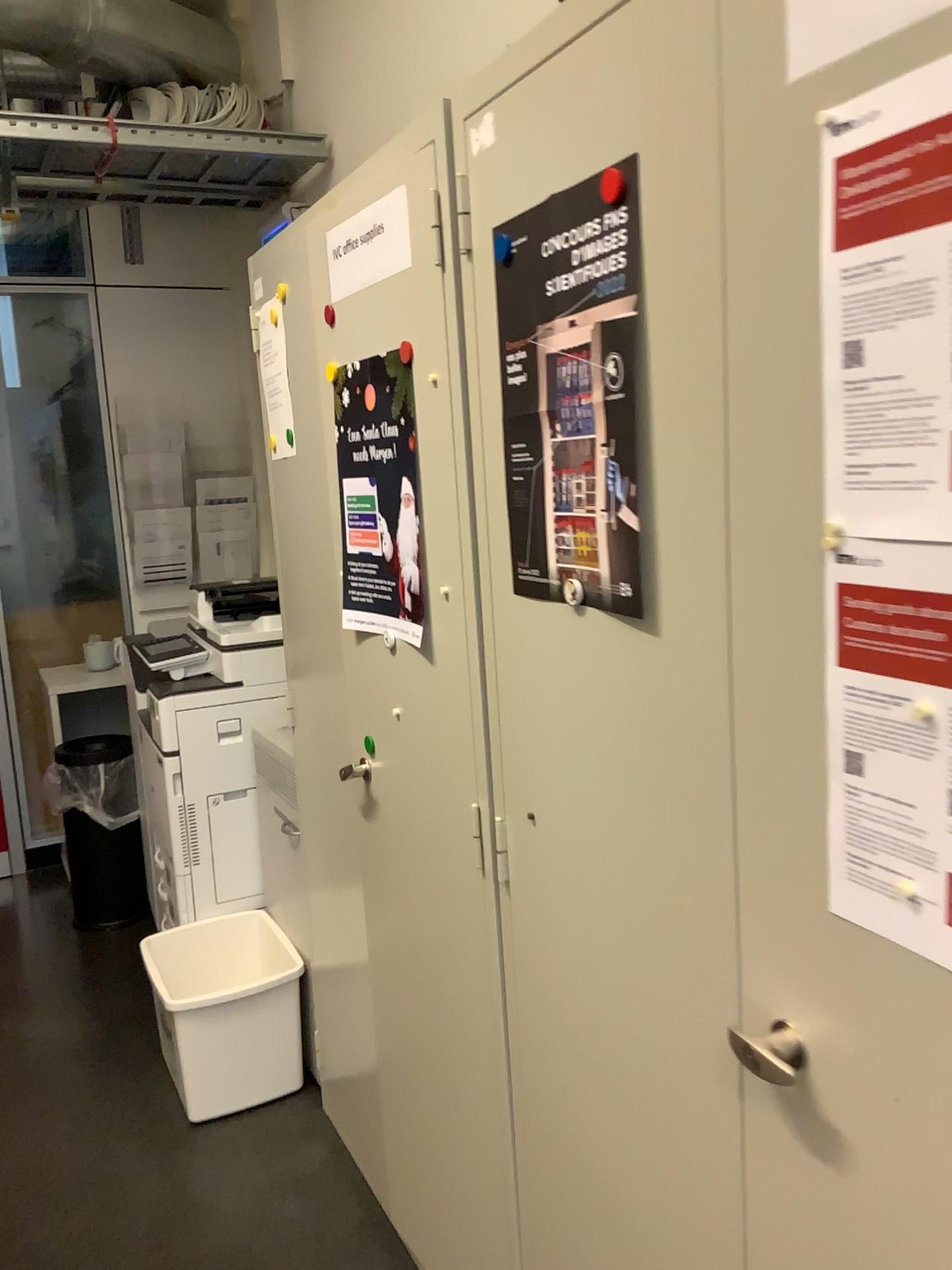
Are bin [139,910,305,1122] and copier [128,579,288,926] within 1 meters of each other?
yes

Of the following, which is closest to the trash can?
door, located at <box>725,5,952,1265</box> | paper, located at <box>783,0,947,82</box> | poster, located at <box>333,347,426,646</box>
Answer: poster, located at <box>333,347,426,646</box>

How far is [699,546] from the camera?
0.93m

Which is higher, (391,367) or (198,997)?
(391,367)

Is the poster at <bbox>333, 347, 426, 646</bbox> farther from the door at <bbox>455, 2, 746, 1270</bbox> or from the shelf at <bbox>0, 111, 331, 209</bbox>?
the shelf at <bbox>0, 111, 331, 209</bbox>

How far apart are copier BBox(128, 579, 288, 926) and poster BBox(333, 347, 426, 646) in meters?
1.1

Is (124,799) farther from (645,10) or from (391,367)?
(645,10)

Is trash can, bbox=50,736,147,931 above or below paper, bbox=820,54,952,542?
below

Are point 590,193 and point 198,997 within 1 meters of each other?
no

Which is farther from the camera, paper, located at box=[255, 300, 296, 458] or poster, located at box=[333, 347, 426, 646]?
paper, located at box=[255, 300, 296, 458]
